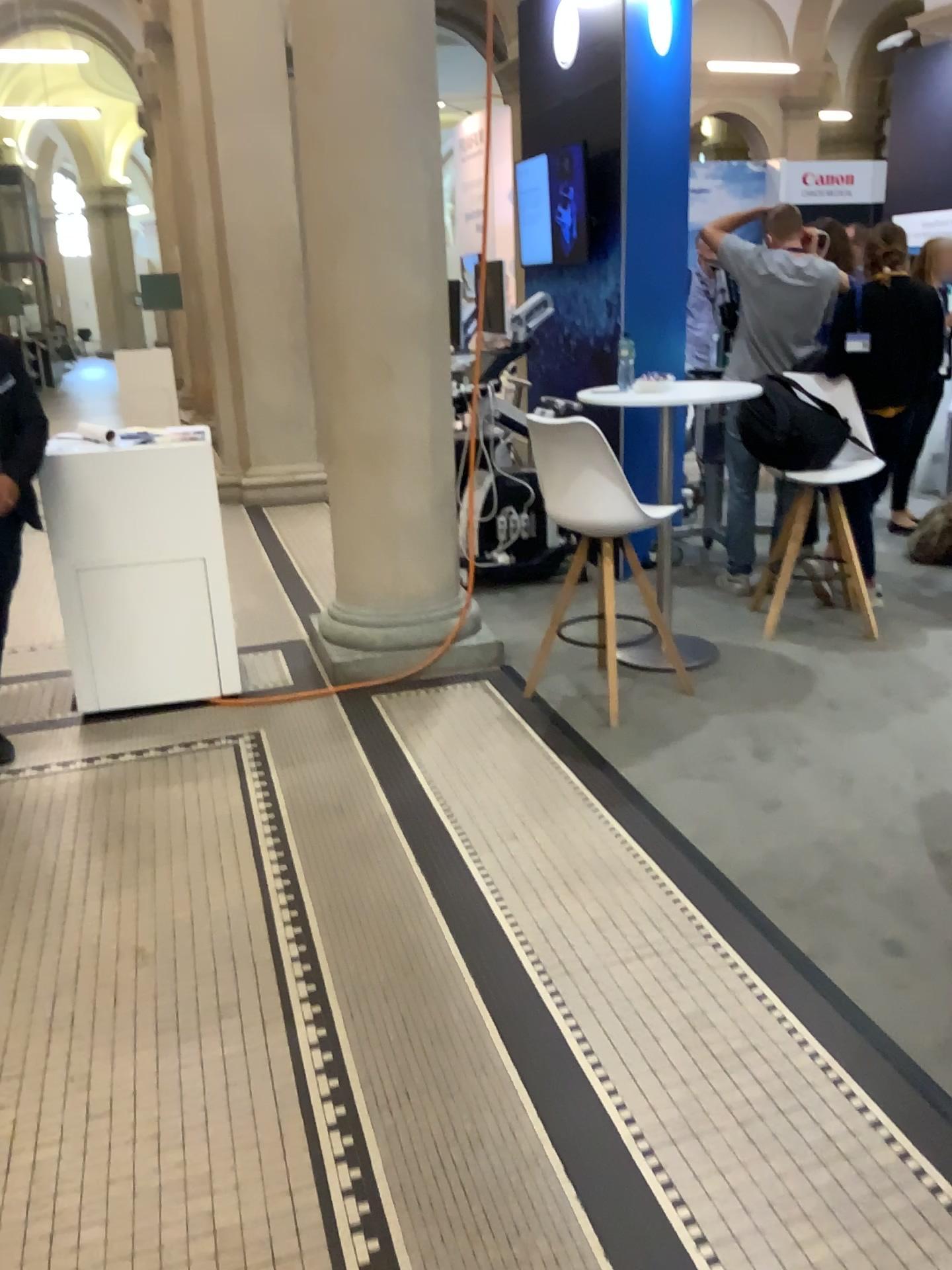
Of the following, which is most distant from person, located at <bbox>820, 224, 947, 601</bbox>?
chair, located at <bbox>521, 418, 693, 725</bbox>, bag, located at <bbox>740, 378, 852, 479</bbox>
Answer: chair, located at <bbox>521, 418, 693, 725</bbox>

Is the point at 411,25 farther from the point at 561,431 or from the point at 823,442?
the point at 823,442

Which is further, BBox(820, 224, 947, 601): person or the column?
BBox(820, 224, 947, 601): person

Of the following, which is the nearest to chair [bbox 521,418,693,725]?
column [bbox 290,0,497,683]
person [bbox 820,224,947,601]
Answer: column [bbox 290,0,497,683]

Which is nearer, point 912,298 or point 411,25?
point 411,25

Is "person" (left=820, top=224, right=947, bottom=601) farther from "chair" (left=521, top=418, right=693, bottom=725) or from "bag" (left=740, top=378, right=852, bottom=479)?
"chair" (left=521, top=418, right=693, bottom=725)

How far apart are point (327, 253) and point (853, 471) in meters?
2.3 m

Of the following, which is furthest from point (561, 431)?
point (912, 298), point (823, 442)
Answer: point (912, 298)

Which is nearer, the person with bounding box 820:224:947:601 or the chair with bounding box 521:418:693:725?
the chair with bounding box 521:418:693:725

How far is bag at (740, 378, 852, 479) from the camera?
4.5m
